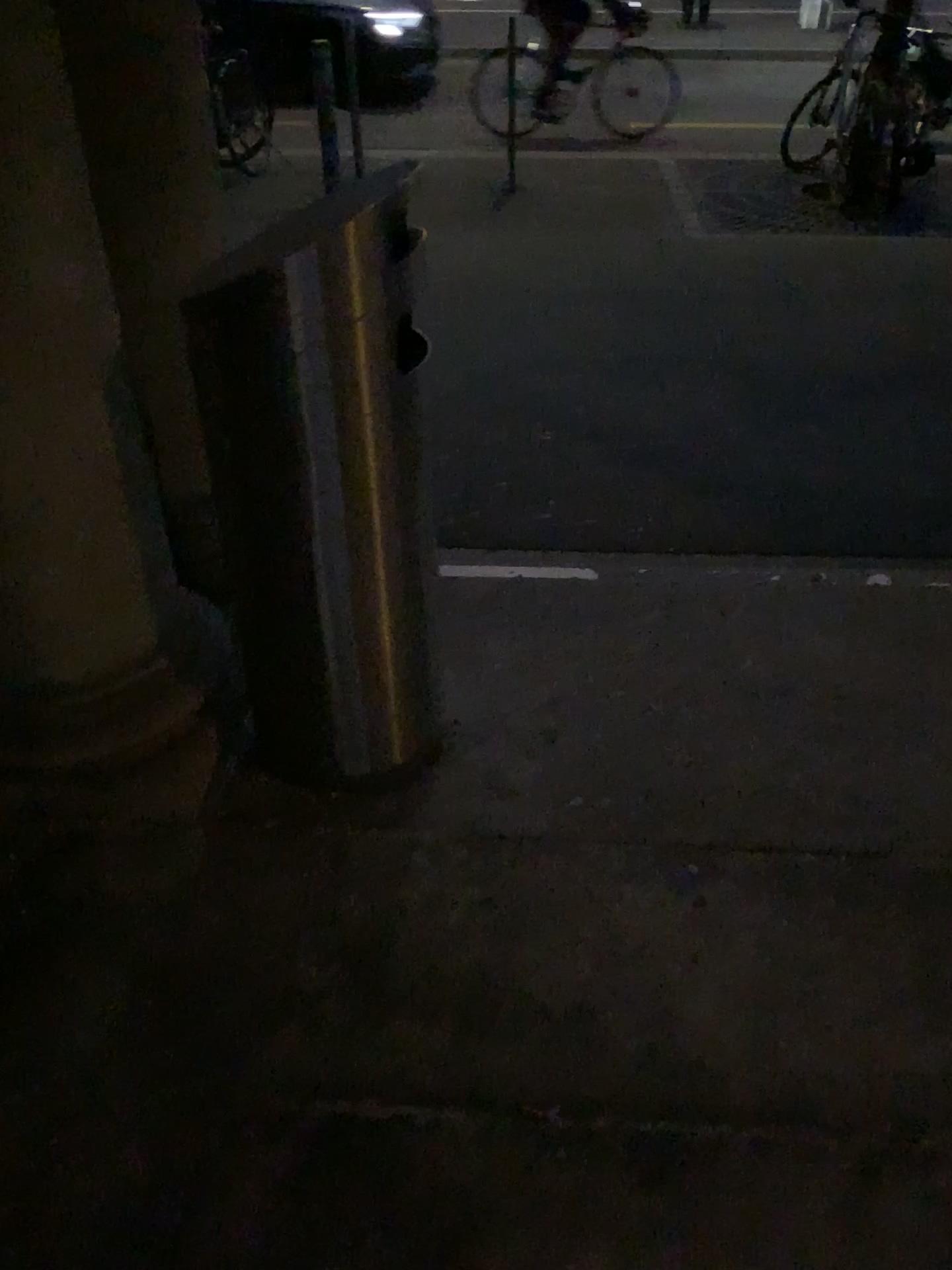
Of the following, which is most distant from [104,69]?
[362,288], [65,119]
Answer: [362,288]

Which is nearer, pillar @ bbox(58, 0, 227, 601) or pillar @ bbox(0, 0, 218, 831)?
pillar @ bbox(0, 0, 218, 831)

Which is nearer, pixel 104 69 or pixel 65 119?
pixel 65 119

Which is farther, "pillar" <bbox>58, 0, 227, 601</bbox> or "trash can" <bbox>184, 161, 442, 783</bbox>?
"pillar" <bbox>58, 0, 227, 601</bbox>

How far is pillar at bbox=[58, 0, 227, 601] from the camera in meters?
1.9

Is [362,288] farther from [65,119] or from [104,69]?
[104,69]

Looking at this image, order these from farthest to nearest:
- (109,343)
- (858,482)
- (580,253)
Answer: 1. (580,253)
2. (858,482)
3. (109,343)
